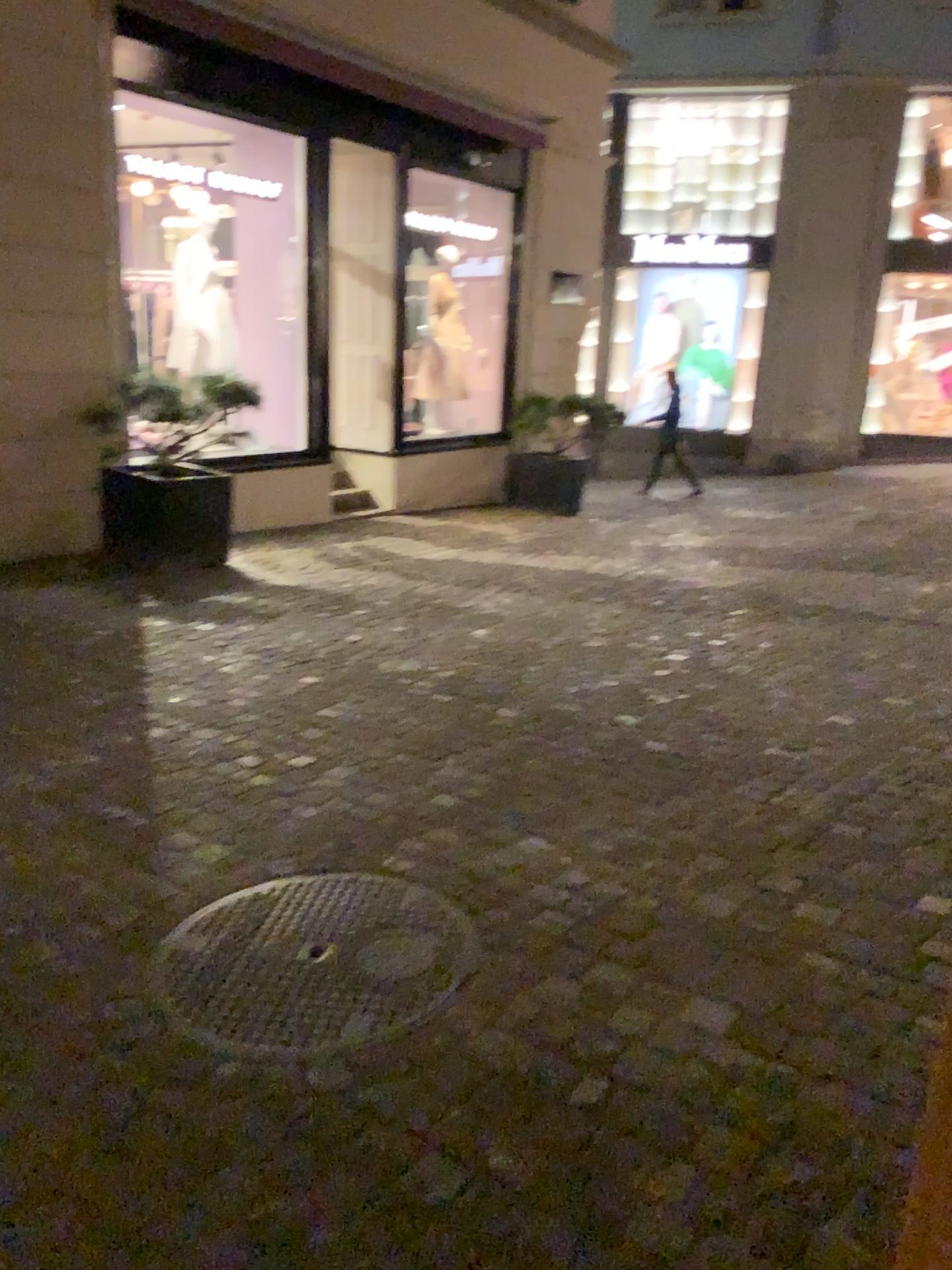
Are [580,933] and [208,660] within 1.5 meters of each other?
no
